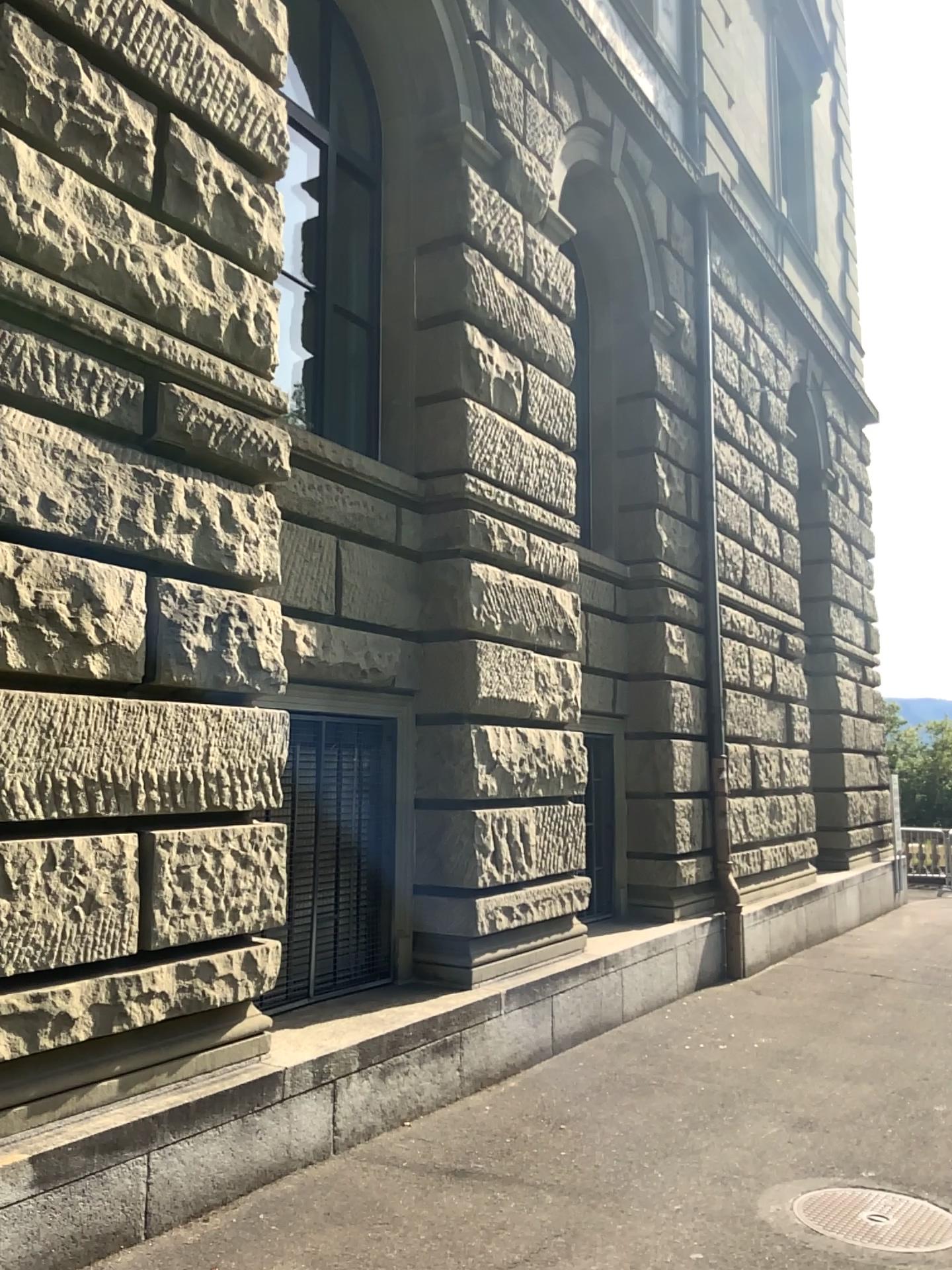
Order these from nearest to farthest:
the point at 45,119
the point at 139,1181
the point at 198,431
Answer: the point at 139,1181, the point at 45,119, the point at 198,431
